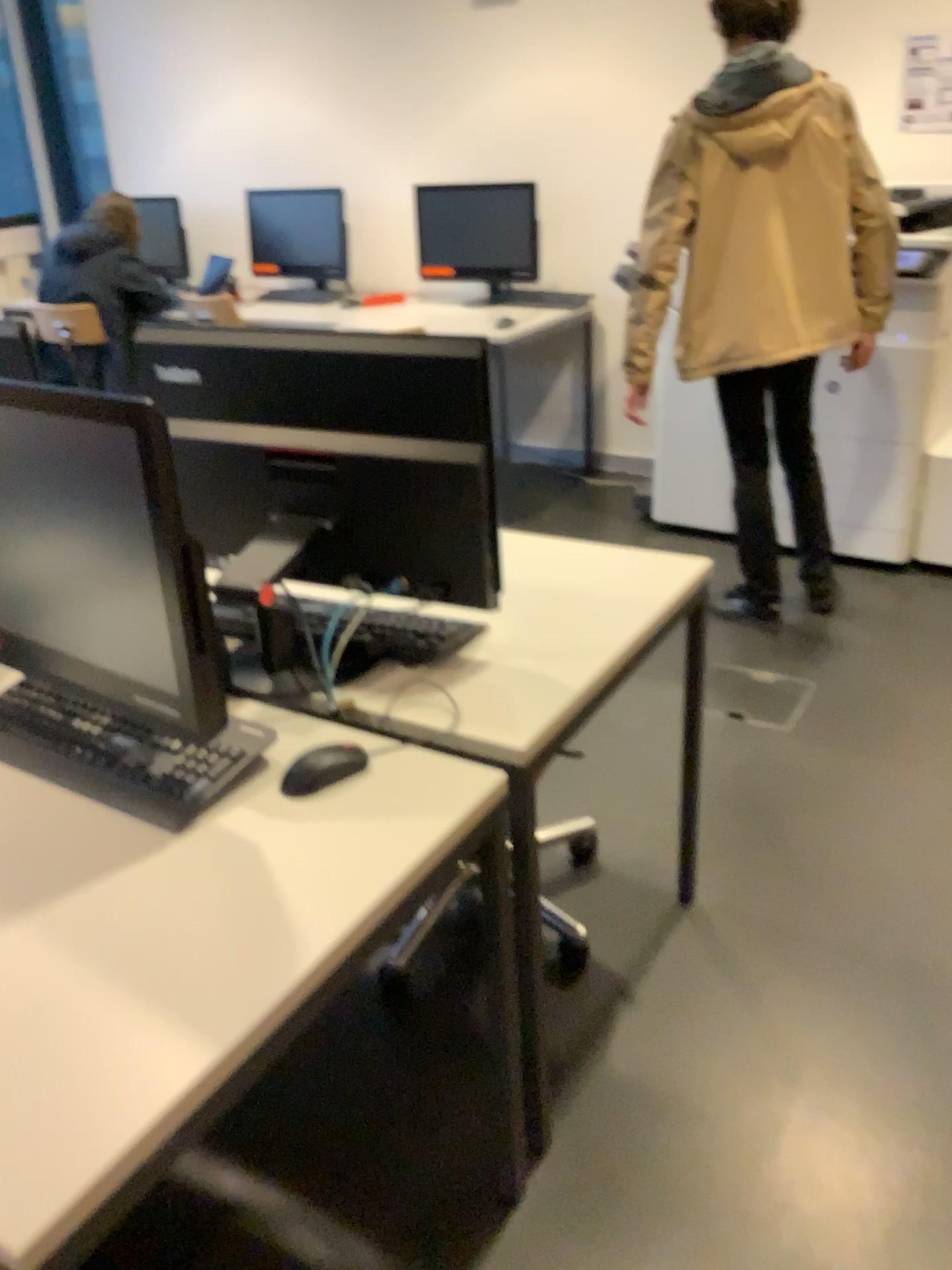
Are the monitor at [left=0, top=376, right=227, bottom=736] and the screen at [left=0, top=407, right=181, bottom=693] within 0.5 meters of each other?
yes

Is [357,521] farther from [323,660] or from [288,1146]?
[288,1146]

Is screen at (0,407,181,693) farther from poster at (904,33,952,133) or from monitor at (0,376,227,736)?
poster at (904,33,952,133)

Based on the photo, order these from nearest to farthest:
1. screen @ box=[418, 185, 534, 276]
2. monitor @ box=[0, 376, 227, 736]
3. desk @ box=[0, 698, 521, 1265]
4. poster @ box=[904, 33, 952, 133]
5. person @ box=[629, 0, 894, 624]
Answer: desk @ box=[0, 698, 521, 1265], monitor @ box=[0, 376, 227, 736], person @ box=[629, 0, 894, 624], poster @ box=[904, 33, 952, 133], screen @ box=[418, 185, 534, 276]

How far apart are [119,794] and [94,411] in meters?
0.4 m

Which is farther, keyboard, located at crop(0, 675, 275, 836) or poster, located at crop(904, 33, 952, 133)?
poster, located at crop(904, 33, 952, 133)

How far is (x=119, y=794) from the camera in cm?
127

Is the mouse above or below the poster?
below

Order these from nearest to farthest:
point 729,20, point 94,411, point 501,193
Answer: point 94,411 → point 729,20 → point 501,193

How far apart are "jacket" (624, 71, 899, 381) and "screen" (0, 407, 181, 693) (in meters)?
1.98
